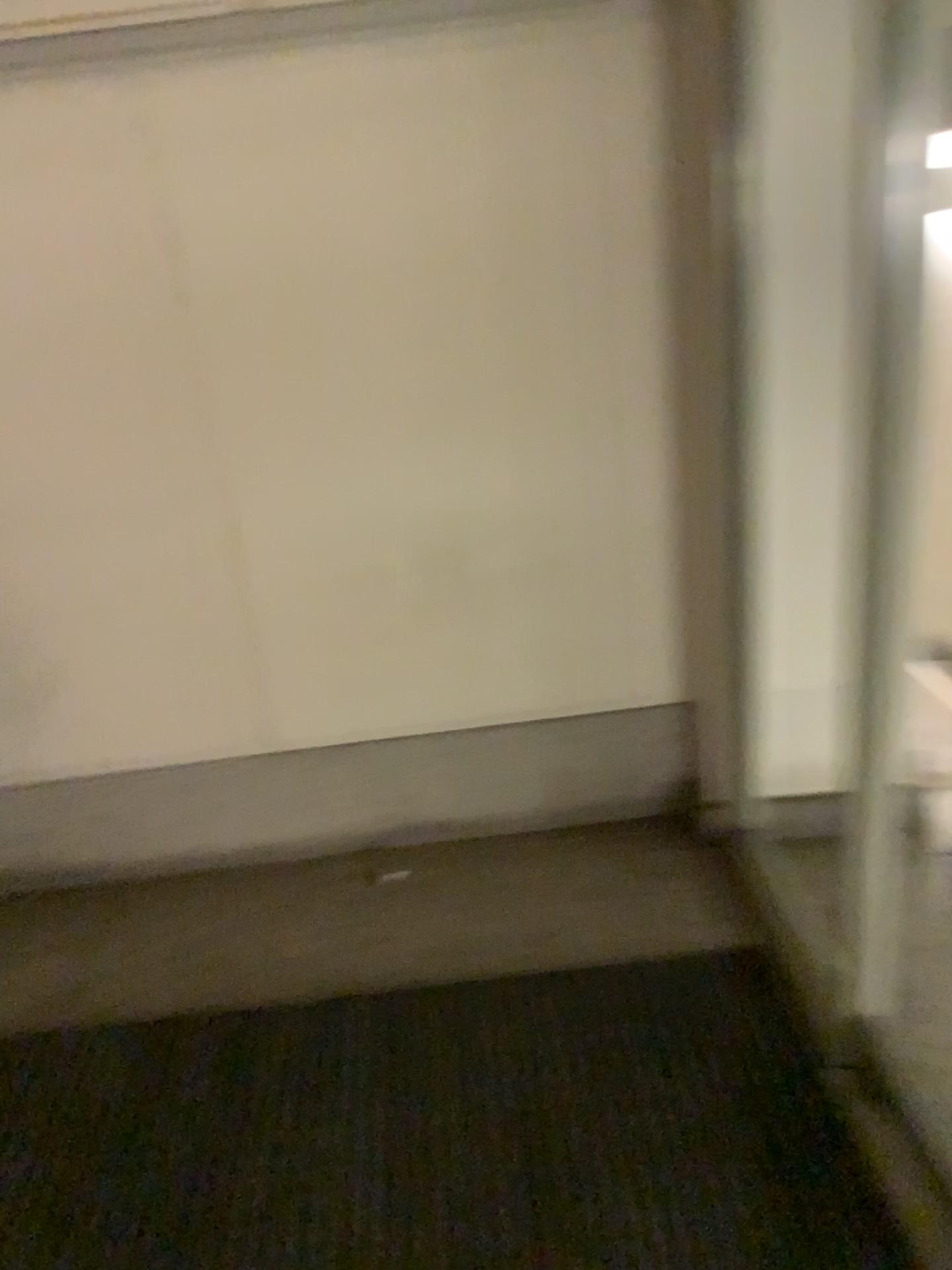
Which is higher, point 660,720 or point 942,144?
point 942,144

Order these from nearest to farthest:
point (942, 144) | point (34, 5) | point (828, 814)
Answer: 1. point (942, 144)
2. point (34, 5)
3. point (828, 814)

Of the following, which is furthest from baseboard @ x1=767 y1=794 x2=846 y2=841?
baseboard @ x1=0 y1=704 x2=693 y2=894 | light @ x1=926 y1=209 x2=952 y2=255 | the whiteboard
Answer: the whiteboard

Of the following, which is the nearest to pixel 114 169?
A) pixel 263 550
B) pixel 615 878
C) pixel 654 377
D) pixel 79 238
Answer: pixel 79 238

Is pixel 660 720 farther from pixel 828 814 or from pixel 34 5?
pixel 34 5

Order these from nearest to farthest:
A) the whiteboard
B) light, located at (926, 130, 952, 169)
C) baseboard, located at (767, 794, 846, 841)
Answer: light, located at (926, 130, 952, 169) < the whiteboard < baseboard, located at (767, 794, 846, 841)

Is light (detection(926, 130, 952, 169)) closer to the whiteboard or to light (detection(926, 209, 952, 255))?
light (detection(926, 209, 952, 255))

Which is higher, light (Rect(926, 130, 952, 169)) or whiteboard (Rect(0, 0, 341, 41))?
whiteboard (Rect(0, 0, 341, 41))

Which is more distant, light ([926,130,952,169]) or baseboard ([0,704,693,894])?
baseboard ([0,704,693,894])

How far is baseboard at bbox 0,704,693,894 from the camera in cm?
240
